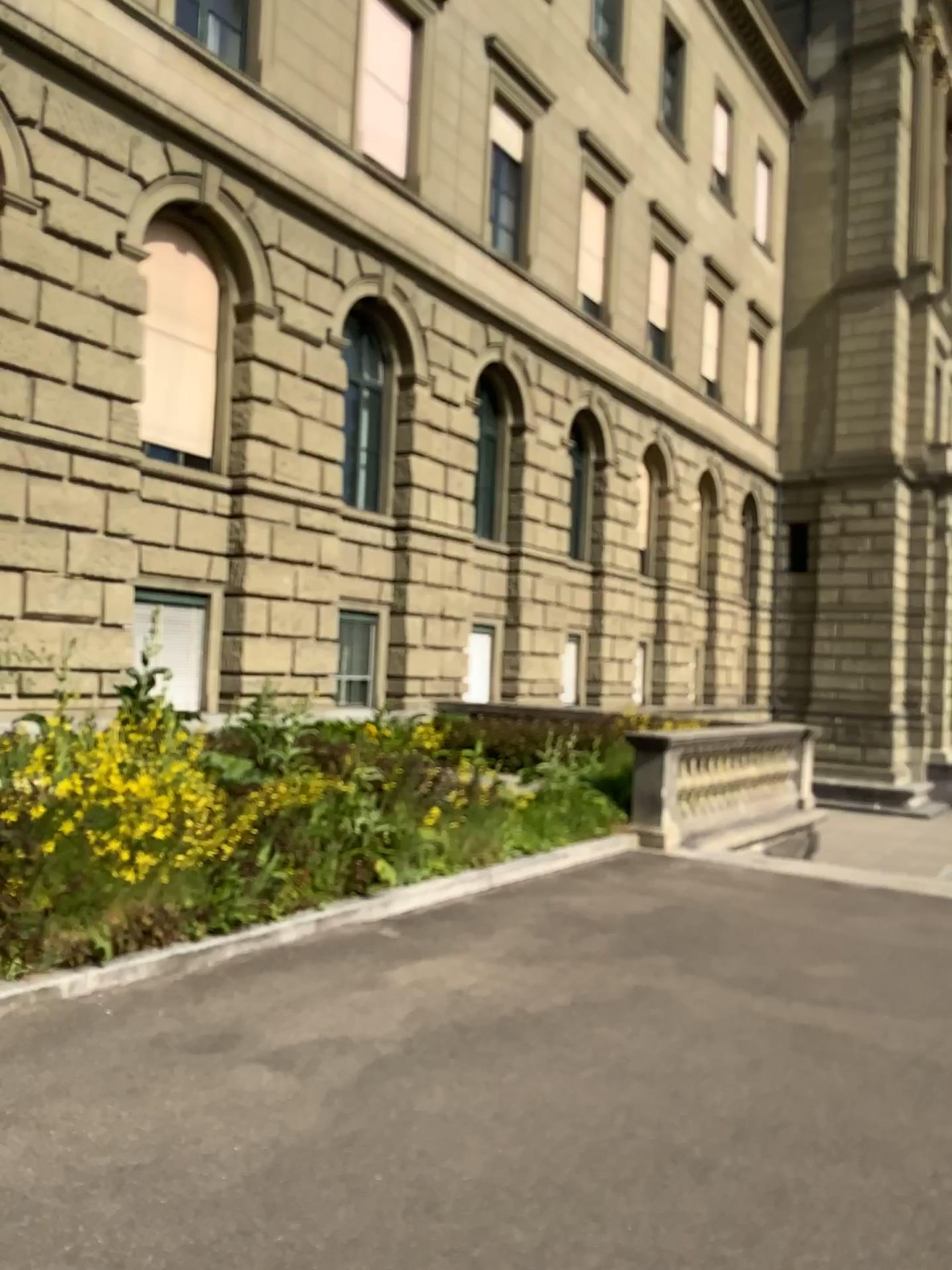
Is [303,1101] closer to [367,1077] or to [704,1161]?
[367,1077]
